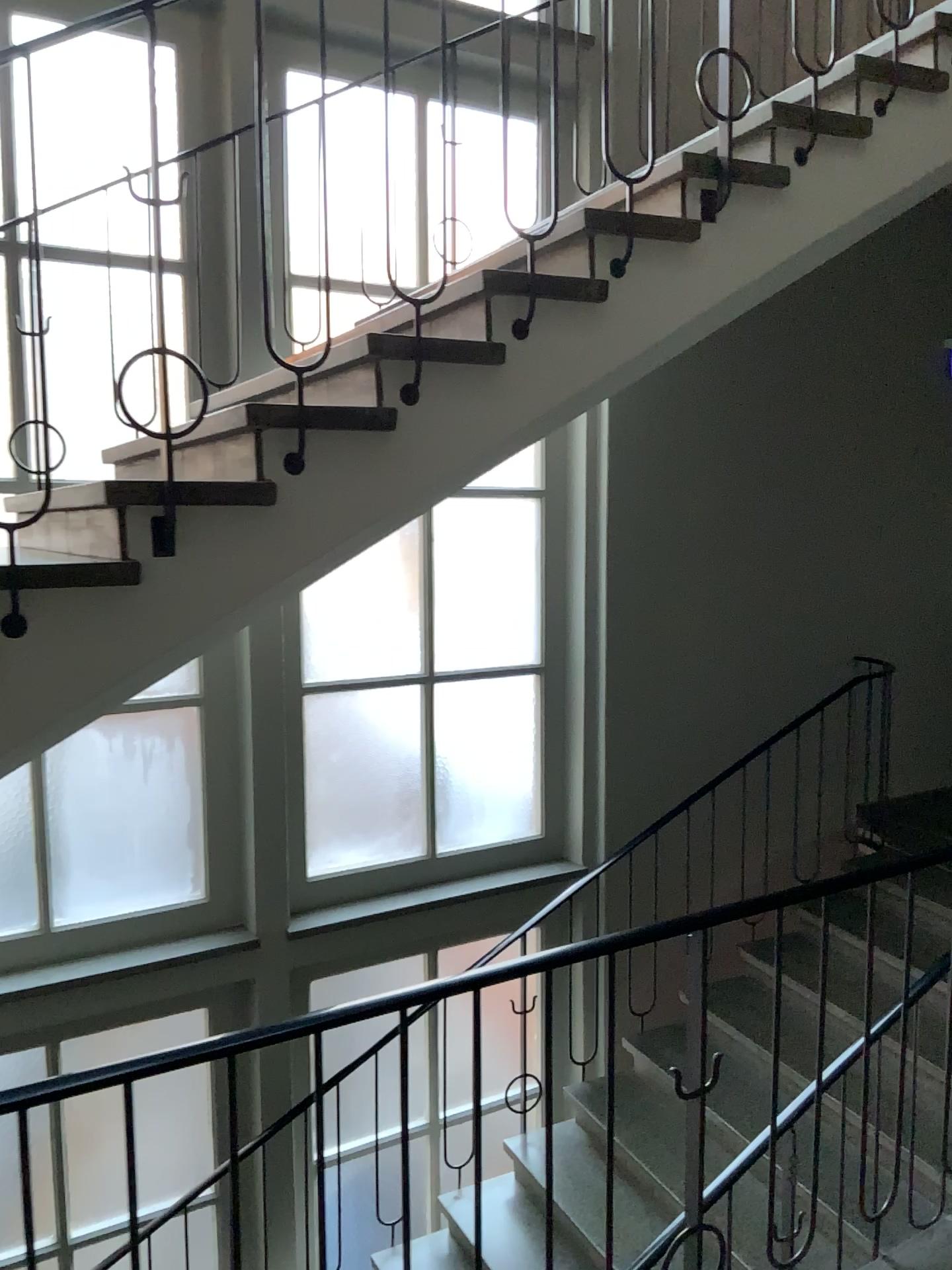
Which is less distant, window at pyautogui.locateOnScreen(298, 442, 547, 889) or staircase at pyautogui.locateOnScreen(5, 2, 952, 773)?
staircase at pyautogui.locateOnScreen(5, 2, 952, 773)

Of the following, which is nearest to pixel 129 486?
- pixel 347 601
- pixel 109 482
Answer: pixel 109 482

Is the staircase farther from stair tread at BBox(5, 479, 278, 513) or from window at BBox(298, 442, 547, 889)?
window at BBox(298, 442, 547, 889)

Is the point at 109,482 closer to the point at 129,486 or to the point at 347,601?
the point at 129,486

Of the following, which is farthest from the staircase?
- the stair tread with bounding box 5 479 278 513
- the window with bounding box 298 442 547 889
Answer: the window with bounding box 298 442 547 889

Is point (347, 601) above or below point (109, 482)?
below

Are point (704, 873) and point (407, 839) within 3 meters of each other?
yes

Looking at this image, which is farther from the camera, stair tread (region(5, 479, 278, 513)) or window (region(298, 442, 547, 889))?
window (region(298, 442, 547, 889))
